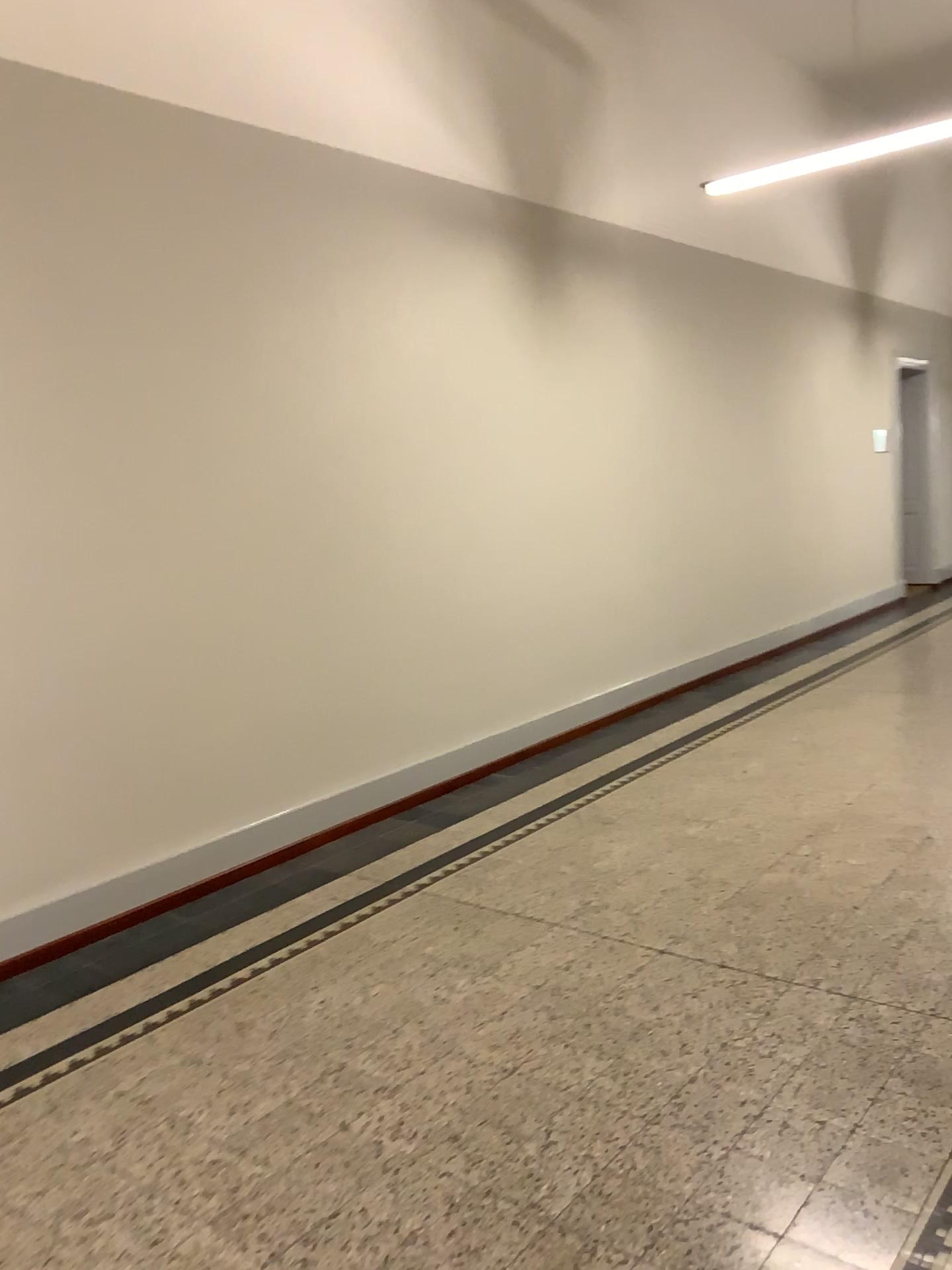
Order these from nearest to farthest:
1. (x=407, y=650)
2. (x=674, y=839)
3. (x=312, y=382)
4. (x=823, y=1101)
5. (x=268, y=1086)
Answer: (x=823, y=1101) → (x=268, y=1086) → (x=674, y=839) → (x=312, y=382) → (x=407, y=650)
